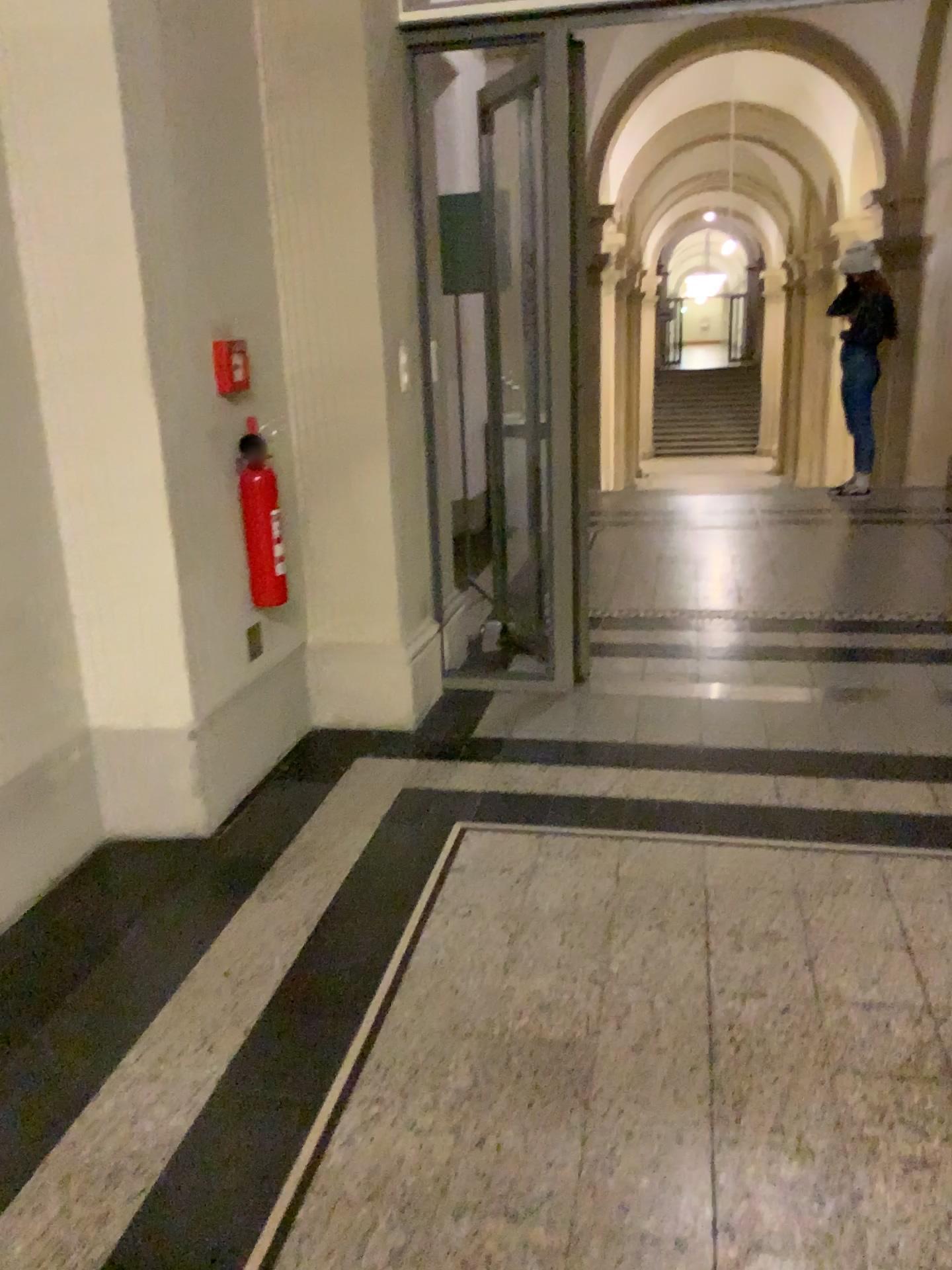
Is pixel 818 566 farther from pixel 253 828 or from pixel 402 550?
pixel 253 828

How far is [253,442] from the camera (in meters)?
2.89

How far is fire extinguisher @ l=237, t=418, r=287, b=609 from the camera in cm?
289
